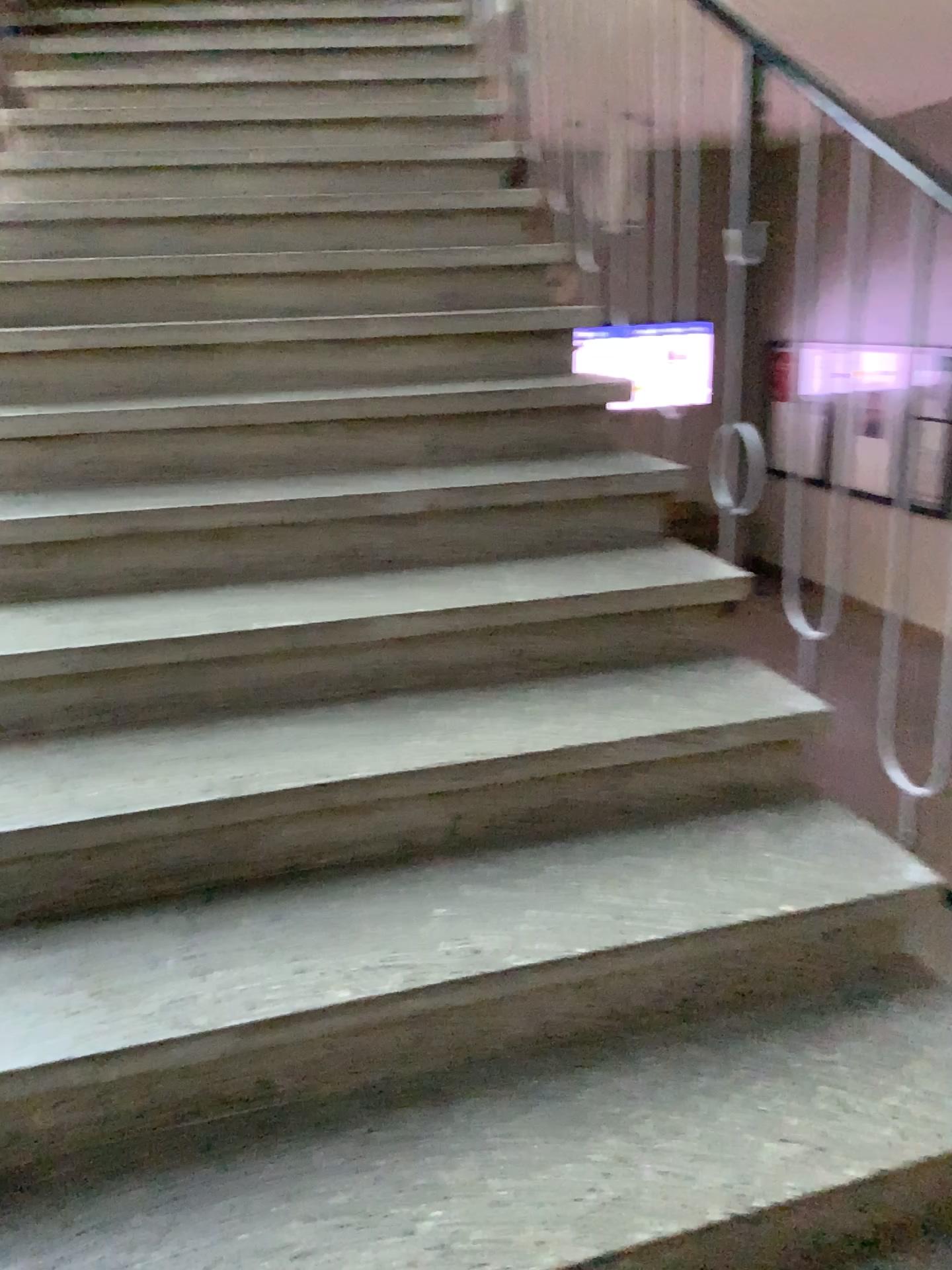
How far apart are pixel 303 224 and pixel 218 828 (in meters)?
2.05
